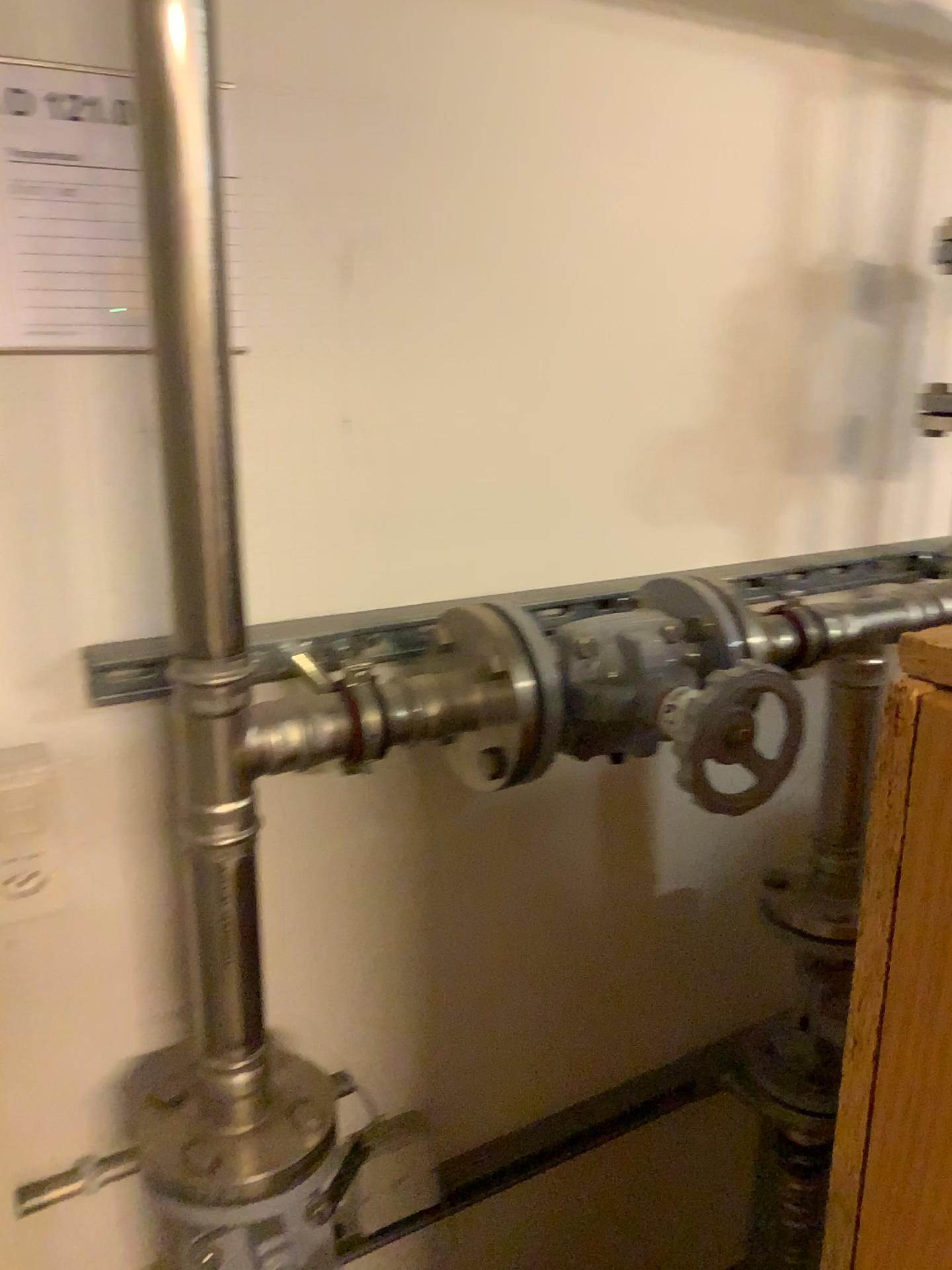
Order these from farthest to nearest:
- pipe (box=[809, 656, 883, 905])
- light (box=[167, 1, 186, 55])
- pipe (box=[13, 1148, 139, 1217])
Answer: pipe (box=[809, 656, 883, 905]), pipe (box=[13, 1148, 139, 1217]), light (box=[167, 1, 186, 55])

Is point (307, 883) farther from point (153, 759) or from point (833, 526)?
point (833, 526)

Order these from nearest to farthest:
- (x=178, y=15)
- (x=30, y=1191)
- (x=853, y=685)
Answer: (x=178, y=15), (x=30, y=1191), (x=853, y=685)

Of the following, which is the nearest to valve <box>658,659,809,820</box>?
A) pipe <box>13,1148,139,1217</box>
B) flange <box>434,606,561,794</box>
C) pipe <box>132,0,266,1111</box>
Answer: flange <box>434,606,561,794</box>

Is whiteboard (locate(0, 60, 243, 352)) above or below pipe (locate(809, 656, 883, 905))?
above

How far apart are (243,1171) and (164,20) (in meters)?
0.85

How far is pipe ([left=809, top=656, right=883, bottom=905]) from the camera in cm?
125

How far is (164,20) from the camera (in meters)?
0.71

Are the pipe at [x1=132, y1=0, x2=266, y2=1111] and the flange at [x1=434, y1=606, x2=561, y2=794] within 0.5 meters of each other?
yes

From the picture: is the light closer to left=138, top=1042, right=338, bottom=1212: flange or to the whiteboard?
the whiteboard
